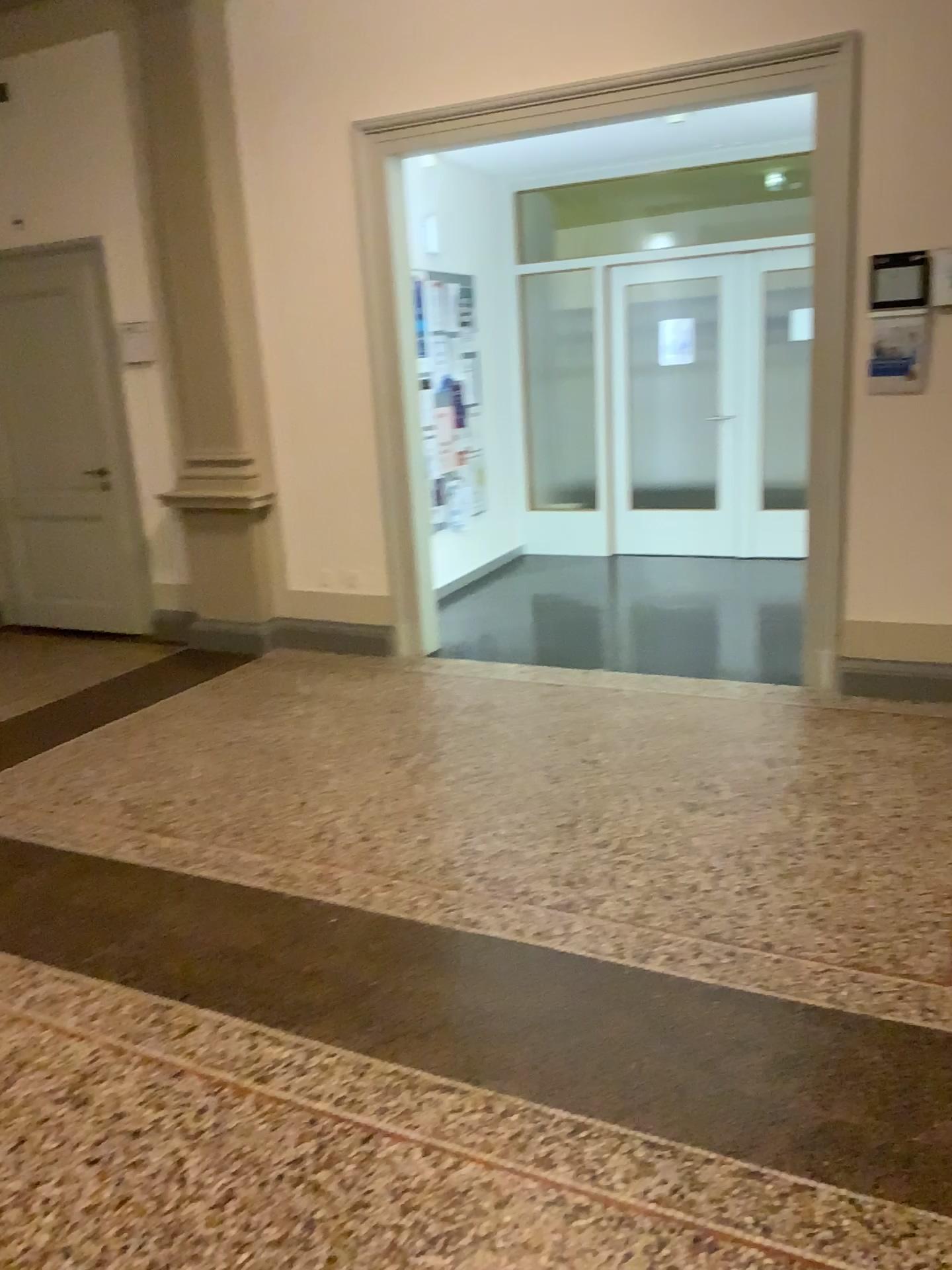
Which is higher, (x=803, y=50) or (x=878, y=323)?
(x=803, y=50)

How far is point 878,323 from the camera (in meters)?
4.22

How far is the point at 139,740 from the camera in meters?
4.5 m

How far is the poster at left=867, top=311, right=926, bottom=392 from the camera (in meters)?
4.21
